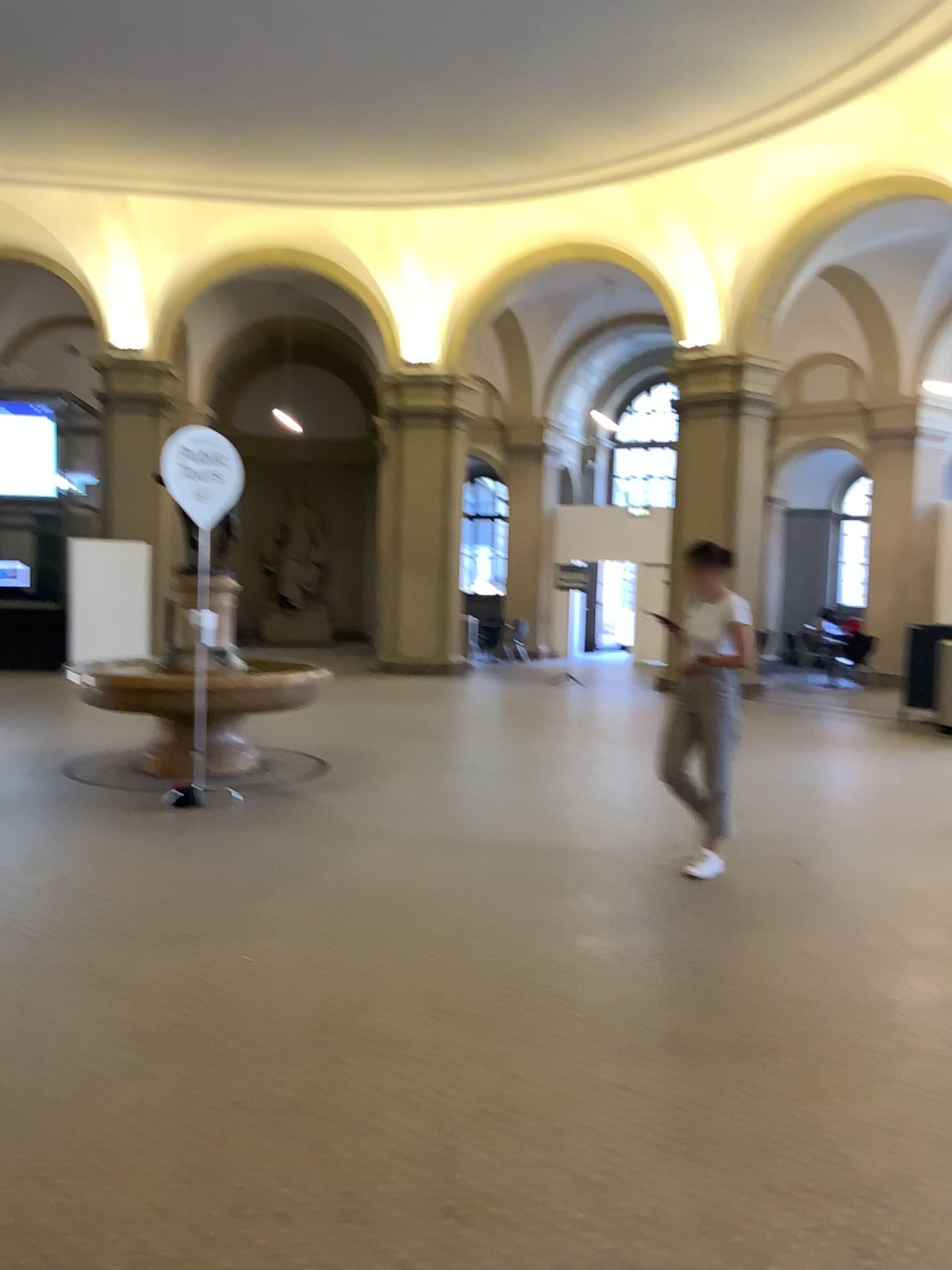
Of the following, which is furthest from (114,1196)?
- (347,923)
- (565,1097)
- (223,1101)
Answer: (347,923)
